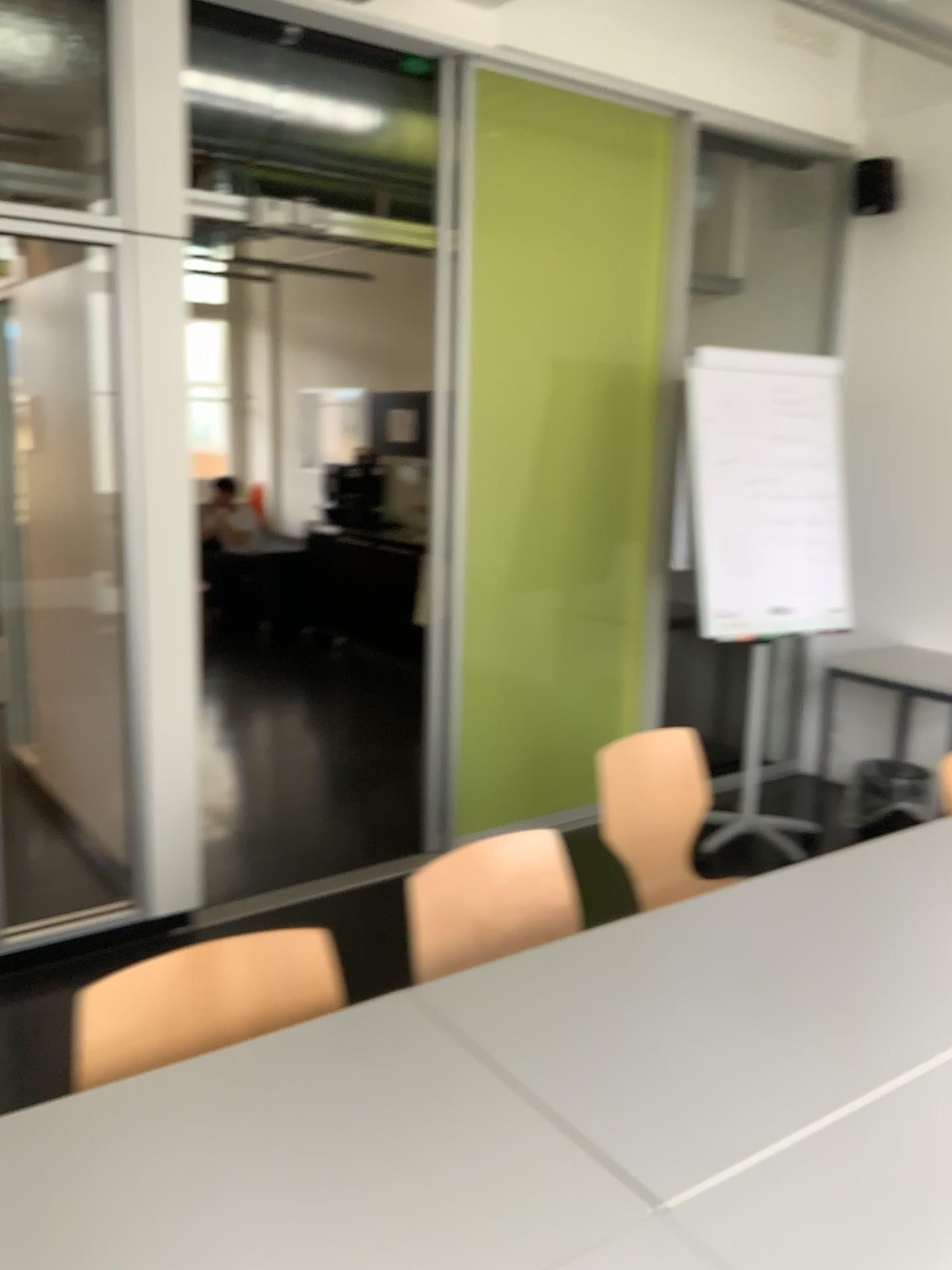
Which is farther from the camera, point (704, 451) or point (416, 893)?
point (704, 451)

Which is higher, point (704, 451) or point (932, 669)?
point (704, 451)

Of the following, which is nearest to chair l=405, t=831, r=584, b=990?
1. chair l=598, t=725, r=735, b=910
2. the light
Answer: chair l=598, t=725, r=735, b=910

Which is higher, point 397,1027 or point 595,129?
point 595,129

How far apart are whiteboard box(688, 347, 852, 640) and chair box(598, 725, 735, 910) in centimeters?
101cm

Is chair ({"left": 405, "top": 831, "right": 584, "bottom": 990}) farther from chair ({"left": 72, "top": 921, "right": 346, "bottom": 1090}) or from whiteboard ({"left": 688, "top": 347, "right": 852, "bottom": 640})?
whiteboard ({"left": 688, "top": 347, "right": 852, "bottom": 640})

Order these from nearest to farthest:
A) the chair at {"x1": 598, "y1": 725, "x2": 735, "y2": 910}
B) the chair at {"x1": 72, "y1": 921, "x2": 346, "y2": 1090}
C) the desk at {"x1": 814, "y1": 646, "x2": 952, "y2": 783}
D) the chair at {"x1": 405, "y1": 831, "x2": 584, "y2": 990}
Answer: the chair at {"x1": 72, "y1": 921, "x2": 346, "y2": 1090} → the chair at {"x1": 405, "y1": 831, "x2": 584, "y2": 990} → the chair at {"x1": 598, "y1": 725, "x2": 735, "y2": 910} → the desk at {"x1": 814, "y1": 646, "x2": 952, "y2": 783}

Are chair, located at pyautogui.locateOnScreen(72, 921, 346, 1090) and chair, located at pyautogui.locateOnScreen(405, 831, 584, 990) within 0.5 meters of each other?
yes

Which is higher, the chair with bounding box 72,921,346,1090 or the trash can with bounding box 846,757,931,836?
the chair with bounding box 72,921,346,1090

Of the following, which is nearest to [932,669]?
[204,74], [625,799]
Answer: [625,799]
